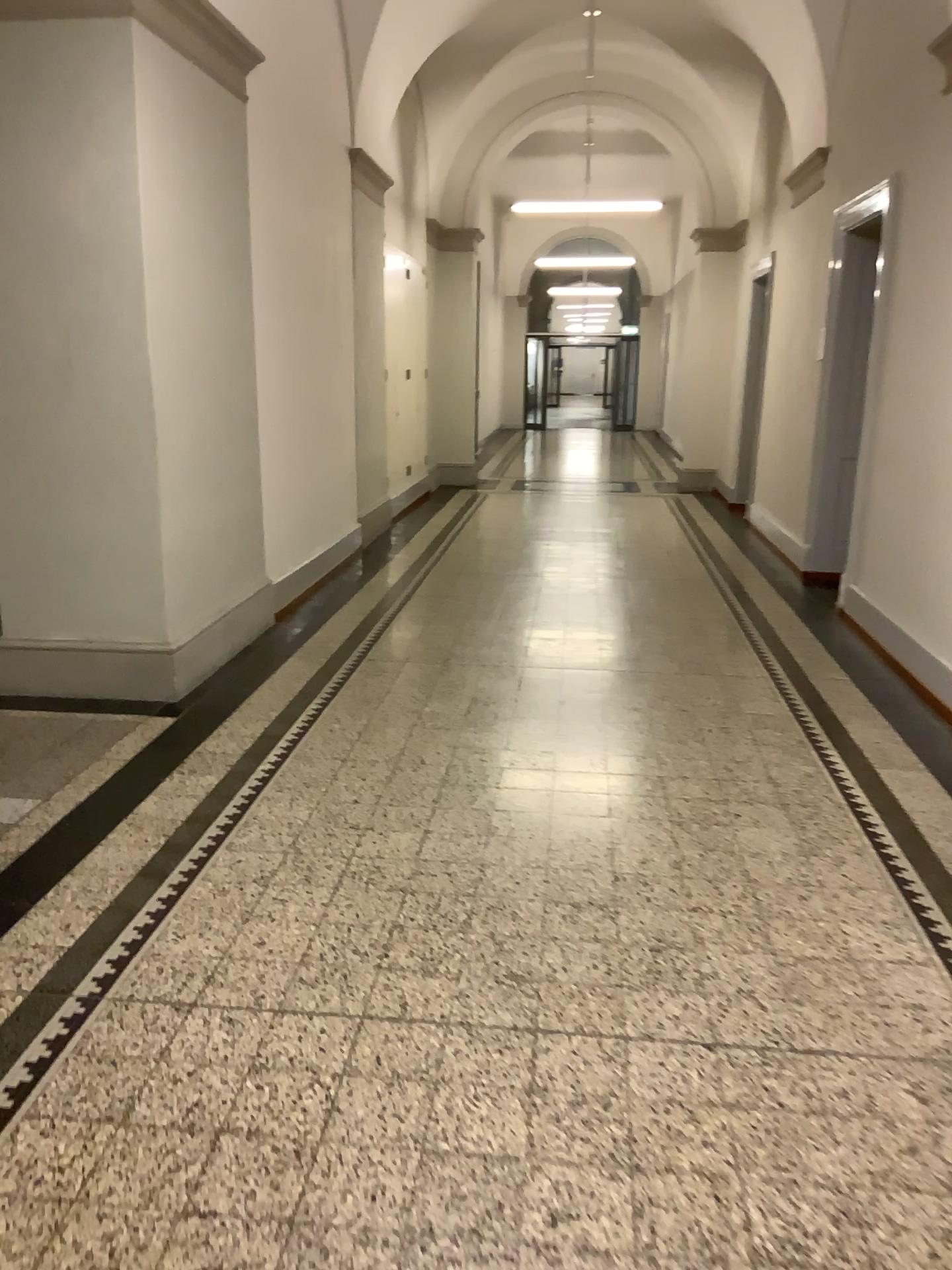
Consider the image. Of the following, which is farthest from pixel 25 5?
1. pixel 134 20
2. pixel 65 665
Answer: pixel 65 665

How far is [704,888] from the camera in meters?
3.1

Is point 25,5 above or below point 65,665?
above

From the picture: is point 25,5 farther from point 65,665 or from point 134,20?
point 65,665

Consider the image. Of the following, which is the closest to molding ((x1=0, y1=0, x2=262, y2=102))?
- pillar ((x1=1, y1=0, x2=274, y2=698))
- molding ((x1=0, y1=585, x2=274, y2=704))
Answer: pillar ((x1=1, y1=0, x2=274, y2=698))

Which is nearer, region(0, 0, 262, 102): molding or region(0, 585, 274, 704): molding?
region(0, 0, 262, 102): molding

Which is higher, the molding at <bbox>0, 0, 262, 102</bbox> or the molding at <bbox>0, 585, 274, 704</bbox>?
the molding at <bbox>0, 0, 262, 102</bbox>

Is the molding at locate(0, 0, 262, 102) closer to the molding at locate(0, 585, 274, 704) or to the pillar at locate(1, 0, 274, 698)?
the pillar at locate(1, 0, 274, 698)
